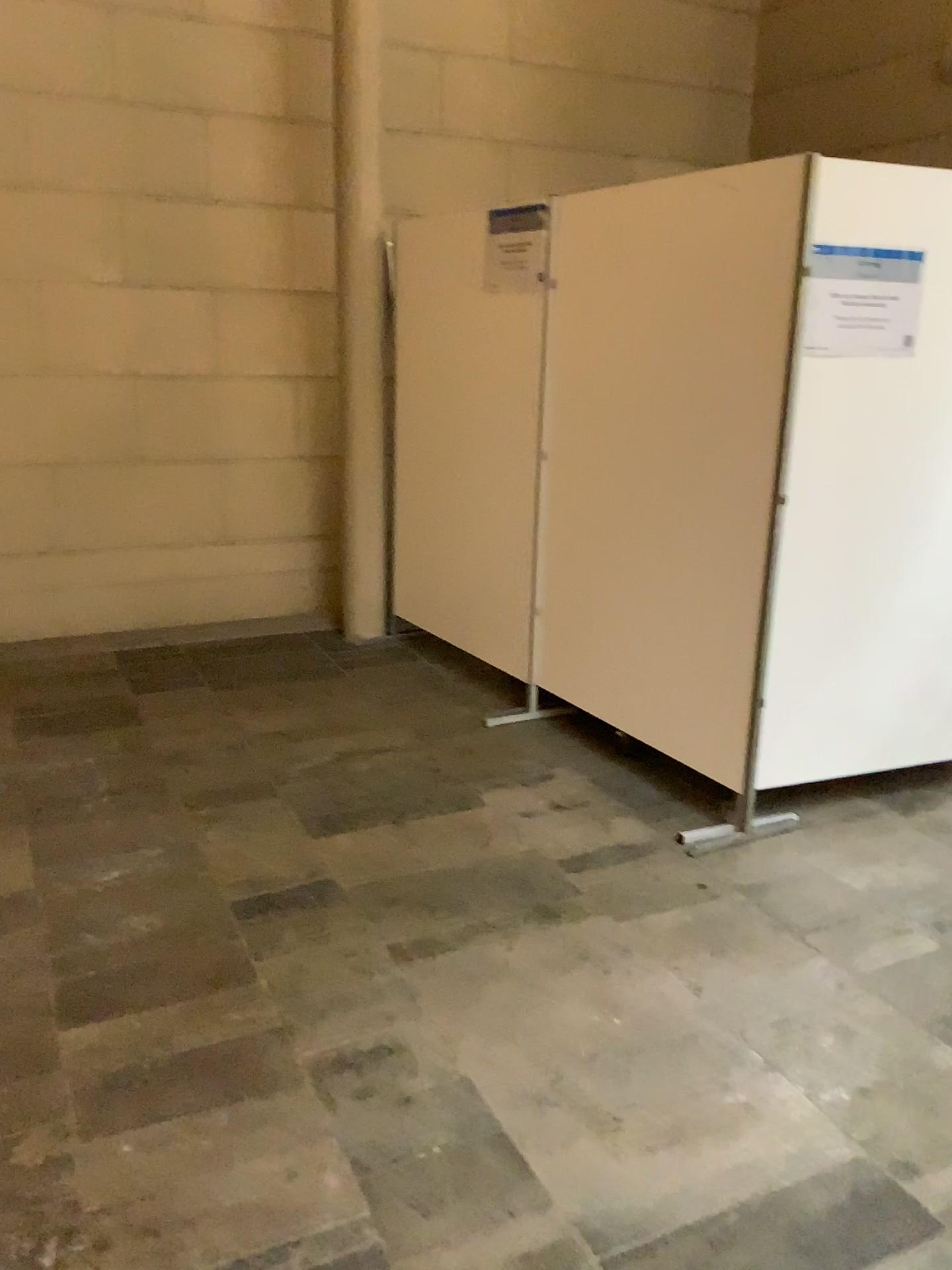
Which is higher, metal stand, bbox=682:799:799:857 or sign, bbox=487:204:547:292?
sign, bbox=487:204:547:292

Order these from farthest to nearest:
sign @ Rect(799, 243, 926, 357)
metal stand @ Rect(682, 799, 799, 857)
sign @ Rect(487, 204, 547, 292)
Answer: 1. sign @ Rect(487, 204, 547, 292)
2. metal stand @ Rect(682, 799, 799, 857)
3. sign @ Rect(799, 243, 926, 357)

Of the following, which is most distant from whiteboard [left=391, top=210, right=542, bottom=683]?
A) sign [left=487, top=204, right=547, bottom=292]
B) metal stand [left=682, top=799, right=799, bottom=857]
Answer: metal stand [left=682, top=799, right=799, bottom=857]

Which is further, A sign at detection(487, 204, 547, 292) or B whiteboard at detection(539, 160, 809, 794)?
A sign at detection(487, 204, 547, 292)

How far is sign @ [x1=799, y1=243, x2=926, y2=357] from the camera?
2.9m

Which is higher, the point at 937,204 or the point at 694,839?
the point at 937,204

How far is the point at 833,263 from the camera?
2.9m

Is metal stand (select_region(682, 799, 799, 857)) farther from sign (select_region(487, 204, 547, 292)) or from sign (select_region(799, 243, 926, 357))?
sign (select_region(487, 204, 547, 292))

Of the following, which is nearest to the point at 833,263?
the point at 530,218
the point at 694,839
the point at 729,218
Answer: the point at 729,218

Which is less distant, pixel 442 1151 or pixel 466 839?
pixel 442 1151
